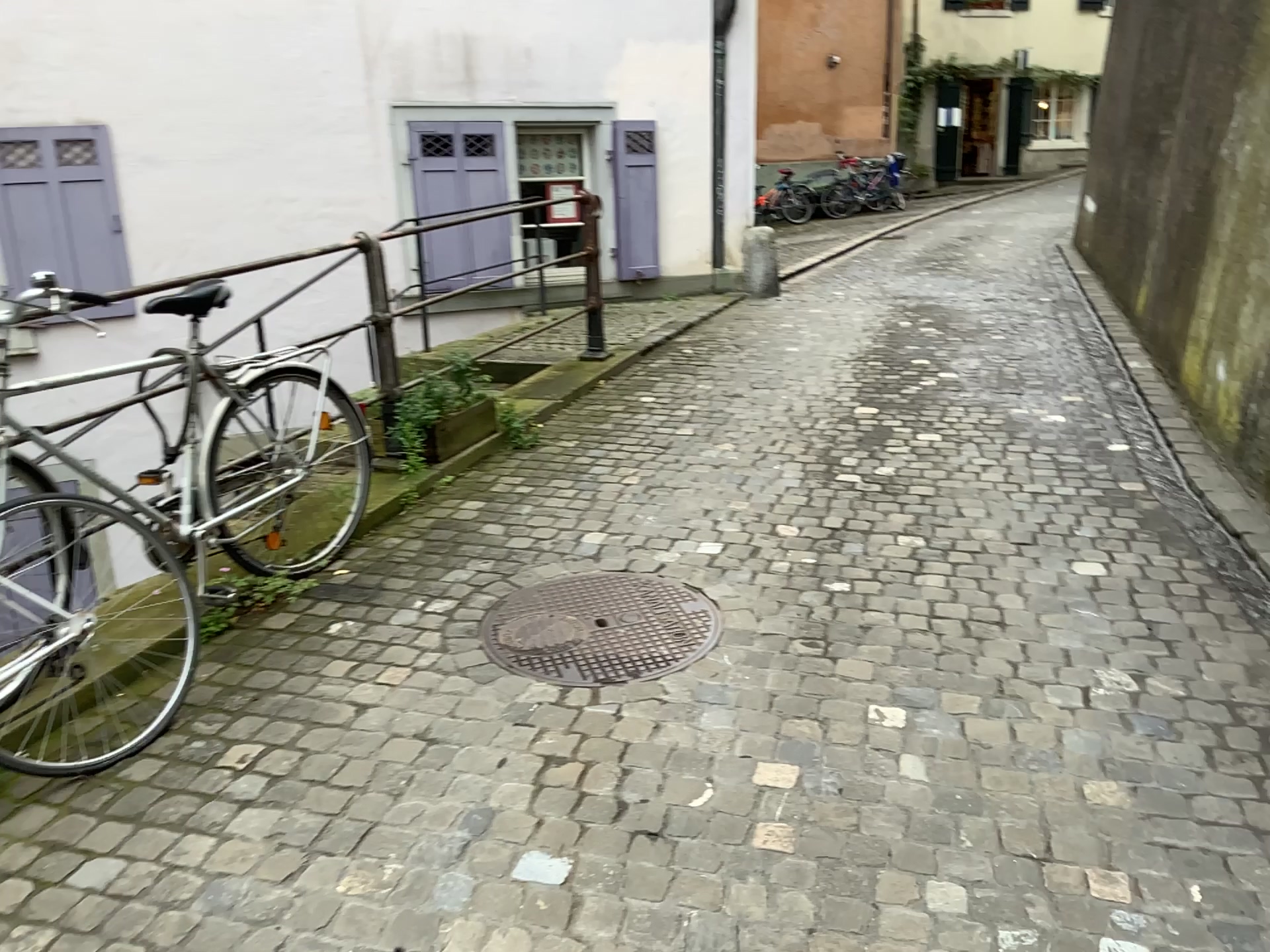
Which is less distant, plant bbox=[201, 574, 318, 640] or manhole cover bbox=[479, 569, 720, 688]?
manhole cover bbox=[479, 569, 720, 688]

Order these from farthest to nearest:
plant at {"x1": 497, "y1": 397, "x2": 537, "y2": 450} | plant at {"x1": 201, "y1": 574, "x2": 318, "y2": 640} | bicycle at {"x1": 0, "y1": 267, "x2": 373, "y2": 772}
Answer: plant at {"x1": 497, "y1": 397, "x2": 537, "y2": 450}, plant at {"x1": 201, "y1": 574, "x2": 318, "y2": 640}, bicycle at {"x1": 0, "y1": 267, "x2": 373, "y2": 772}

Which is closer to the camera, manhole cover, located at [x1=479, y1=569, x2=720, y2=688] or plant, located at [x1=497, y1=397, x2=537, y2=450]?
manhole cover, located at [x1=479, y1=569, x2=720, y2=688]

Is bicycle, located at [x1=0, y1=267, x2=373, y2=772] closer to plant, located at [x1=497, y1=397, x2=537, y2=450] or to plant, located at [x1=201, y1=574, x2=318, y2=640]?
plant, located at [x1=201, y1=574, x2=318, y2=640]

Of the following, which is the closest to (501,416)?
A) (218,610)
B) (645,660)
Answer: (218,610)

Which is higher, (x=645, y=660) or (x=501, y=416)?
(x=501, y=416)

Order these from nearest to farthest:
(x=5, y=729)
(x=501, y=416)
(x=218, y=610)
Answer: (x=5, y=729) < (x=218, y=610) < (x=501, y=416)

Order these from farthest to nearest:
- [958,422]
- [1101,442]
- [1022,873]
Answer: [958,422]
[1101,442]
[1022,873]

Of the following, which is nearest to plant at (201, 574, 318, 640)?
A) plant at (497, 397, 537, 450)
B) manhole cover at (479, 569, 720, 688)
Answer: manhole cover at (479, 569, 720, 688)

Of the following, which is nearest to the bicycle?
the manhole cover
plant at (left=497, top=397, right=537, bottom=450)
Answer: the manhole cover
